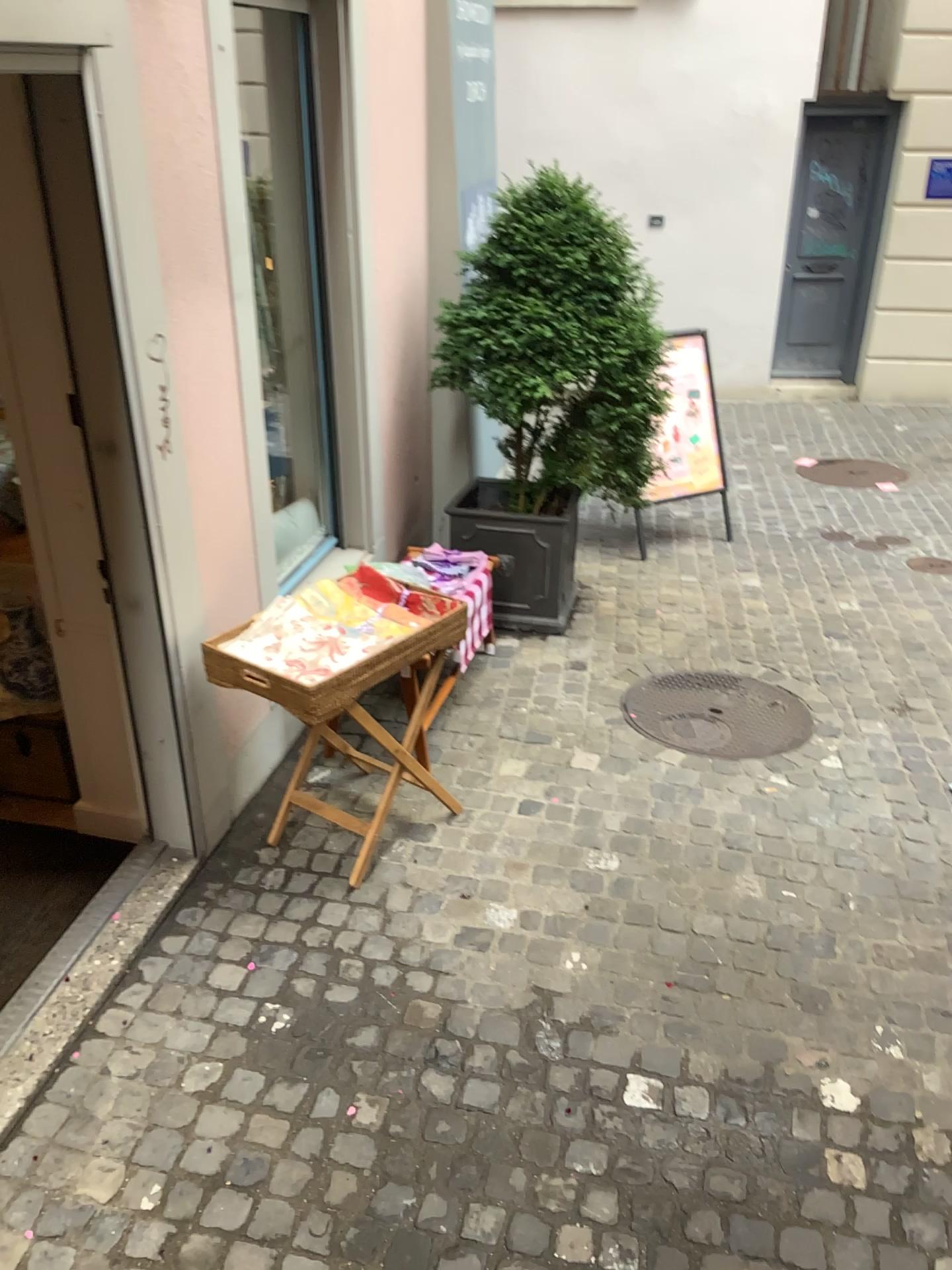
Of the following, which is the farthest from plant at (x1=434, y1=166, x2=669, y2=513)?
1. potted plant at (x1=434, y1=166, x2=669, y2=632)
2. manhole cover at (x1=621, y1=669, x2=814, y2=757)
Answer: manhole cover at (x1=621, y1=669, x2=814, y2=757)

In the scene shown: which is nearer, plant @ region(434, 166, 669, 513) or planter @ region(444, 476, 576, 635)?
plant @ region(434, 166, 669, 513)

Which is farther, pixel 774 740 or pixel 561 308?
pixel 561 308

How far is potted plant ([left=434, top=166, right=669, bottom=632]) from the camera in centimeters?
430cm

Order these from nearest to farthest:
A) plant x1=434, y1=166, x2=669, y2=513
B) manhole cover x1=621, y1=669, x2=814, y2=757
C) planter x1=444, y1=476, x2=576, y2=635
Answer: manhole cover x1=621, y1=669, x2=814, y2=757, plant x1=434, y1=166, x2=669, y2=513, planter x1=444, y1=476, x2=576, y2=635

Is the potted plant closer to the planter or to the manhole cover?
the planter

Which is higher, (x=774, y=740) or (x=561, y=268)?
(x=561, y=268)

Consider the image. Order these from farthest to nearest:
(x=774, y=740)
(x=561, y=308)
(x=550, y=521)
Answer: (x=550, y=521) → (x=561, y=308) → (x=774, y=740)

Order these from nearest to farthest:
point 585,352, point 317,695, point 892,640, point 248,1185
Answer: point 248,1185, point 317,695, point 585,352, point 892,640

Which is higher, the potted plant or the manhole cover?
the potted plant
